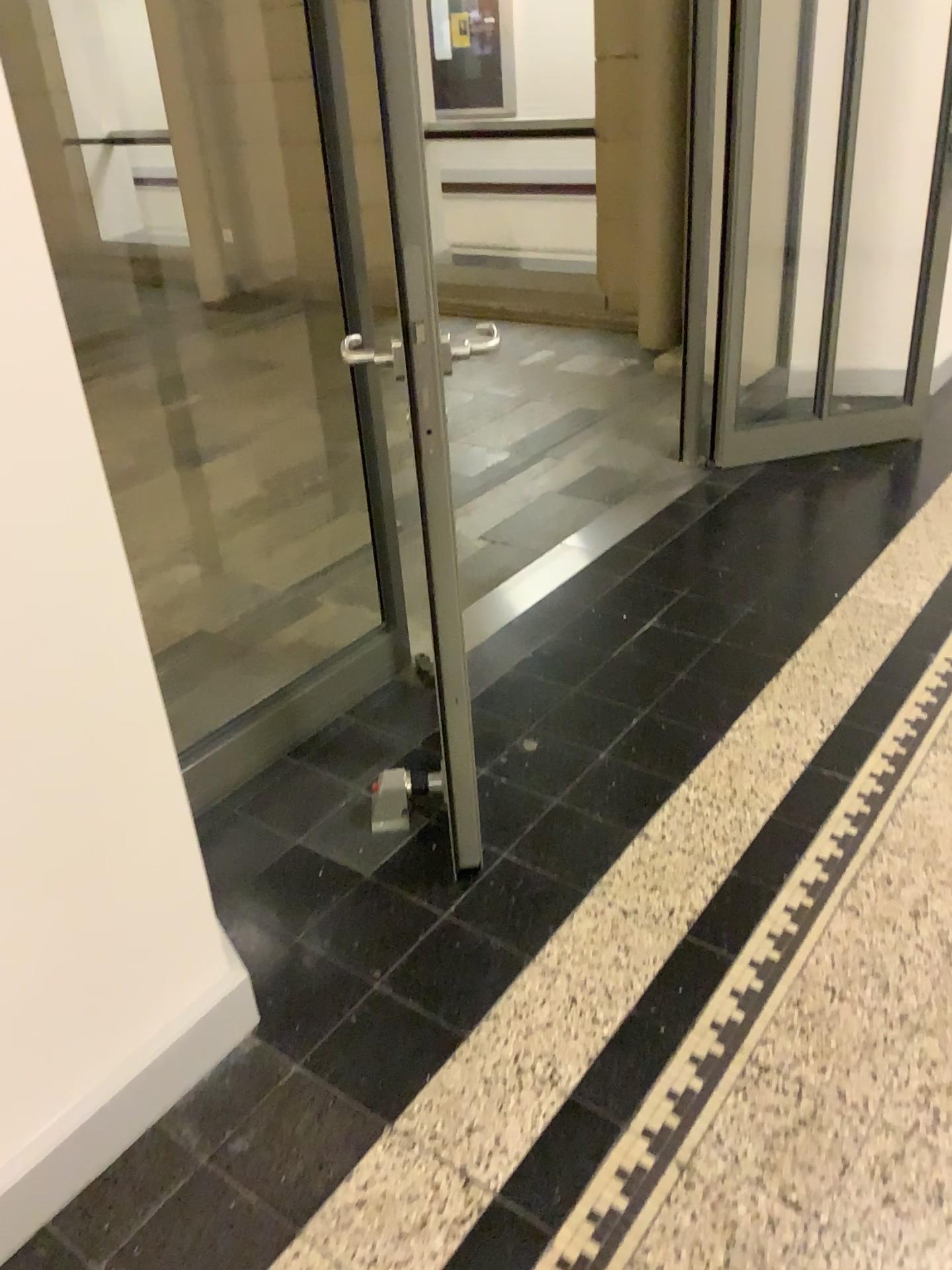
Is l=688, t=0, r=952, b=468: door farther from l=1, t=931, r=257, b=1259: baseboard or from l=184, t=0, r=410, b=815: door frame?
l=1, t=931, r=257, b=1259: baseboard

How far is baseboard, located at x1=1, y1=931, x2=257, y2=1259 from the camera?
1.5 meters

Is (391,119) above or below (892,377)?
above

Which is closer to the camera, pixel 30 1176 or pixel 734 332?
pixel 30 1176

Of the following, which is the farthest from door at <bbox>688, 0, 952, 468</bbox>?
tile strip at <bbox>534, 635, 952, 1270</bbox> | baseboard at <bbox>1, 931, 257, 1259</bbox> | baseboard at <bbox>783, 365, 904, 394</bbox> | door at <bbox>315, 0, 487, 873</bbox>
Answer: baseboard at <bbox>1, 931, 257, 1259</bbox>

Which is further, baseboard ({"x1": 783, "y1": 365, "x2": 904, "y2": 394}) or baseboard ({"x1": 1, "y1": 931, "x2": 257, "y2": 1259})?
baseboard ({"x1": 783, "y1": 365, "x2": 904, "y2": 394})

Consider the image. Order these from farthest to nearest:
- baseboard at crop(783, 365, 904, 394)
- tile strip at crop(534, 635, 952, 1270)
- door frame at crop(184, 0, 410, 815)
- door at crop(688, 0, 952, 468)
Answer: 1. baseboard at crop(783, 365, 904, 394)
2. door at crop(688, 0, 952, 468)
3. door frame at crop(184, 0, 410, 815)
4. tile strip at crop(534, 635, 952, 1270)

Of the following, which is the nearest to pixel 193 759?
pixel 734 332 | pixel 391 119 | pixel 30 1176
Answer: pixel 30 1176

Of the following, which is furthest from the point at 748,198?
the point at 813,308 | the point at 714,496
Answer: the point at 714,496
